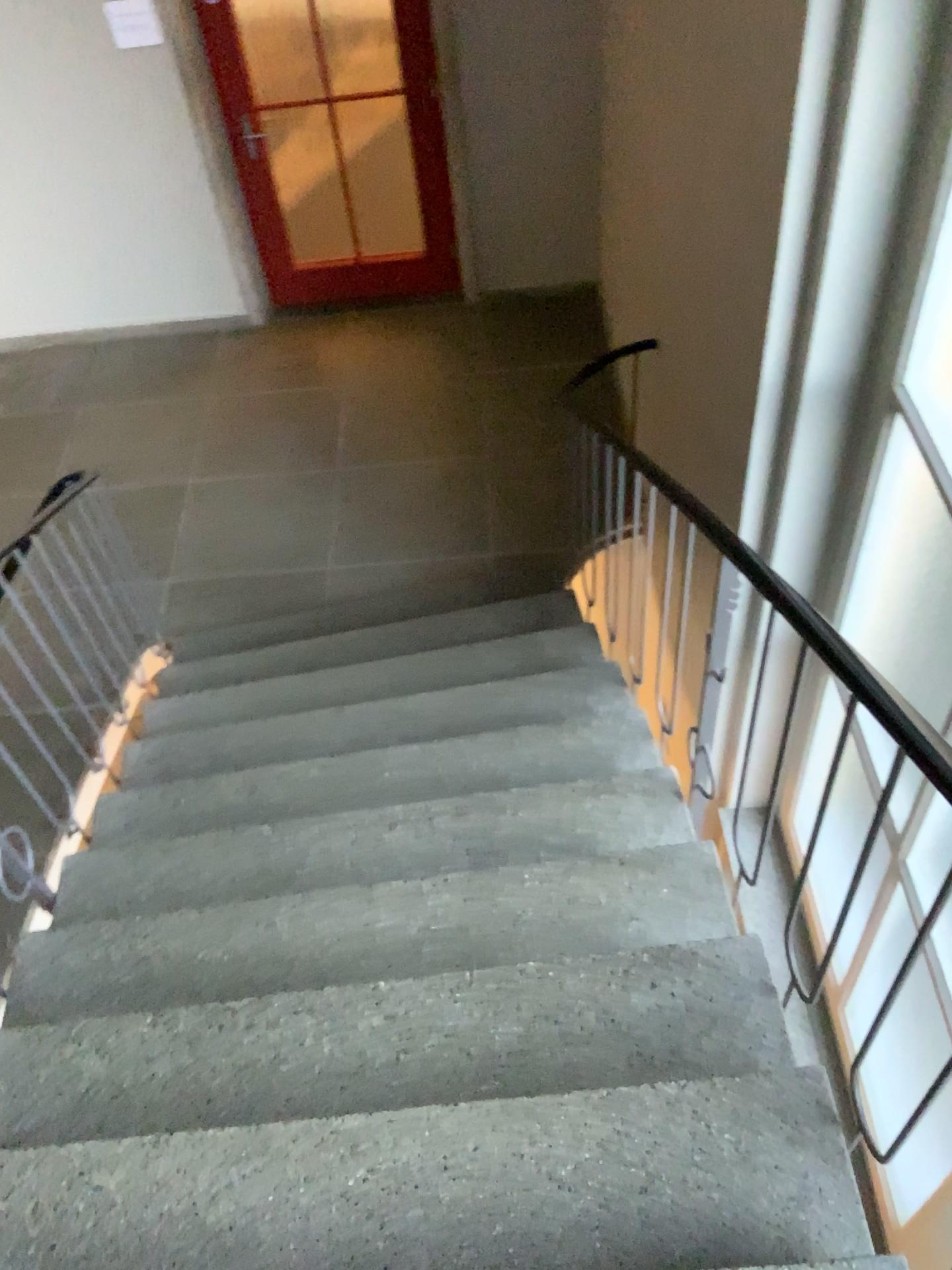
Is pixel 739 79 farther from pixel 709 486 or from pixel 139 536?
pixel 139 536
